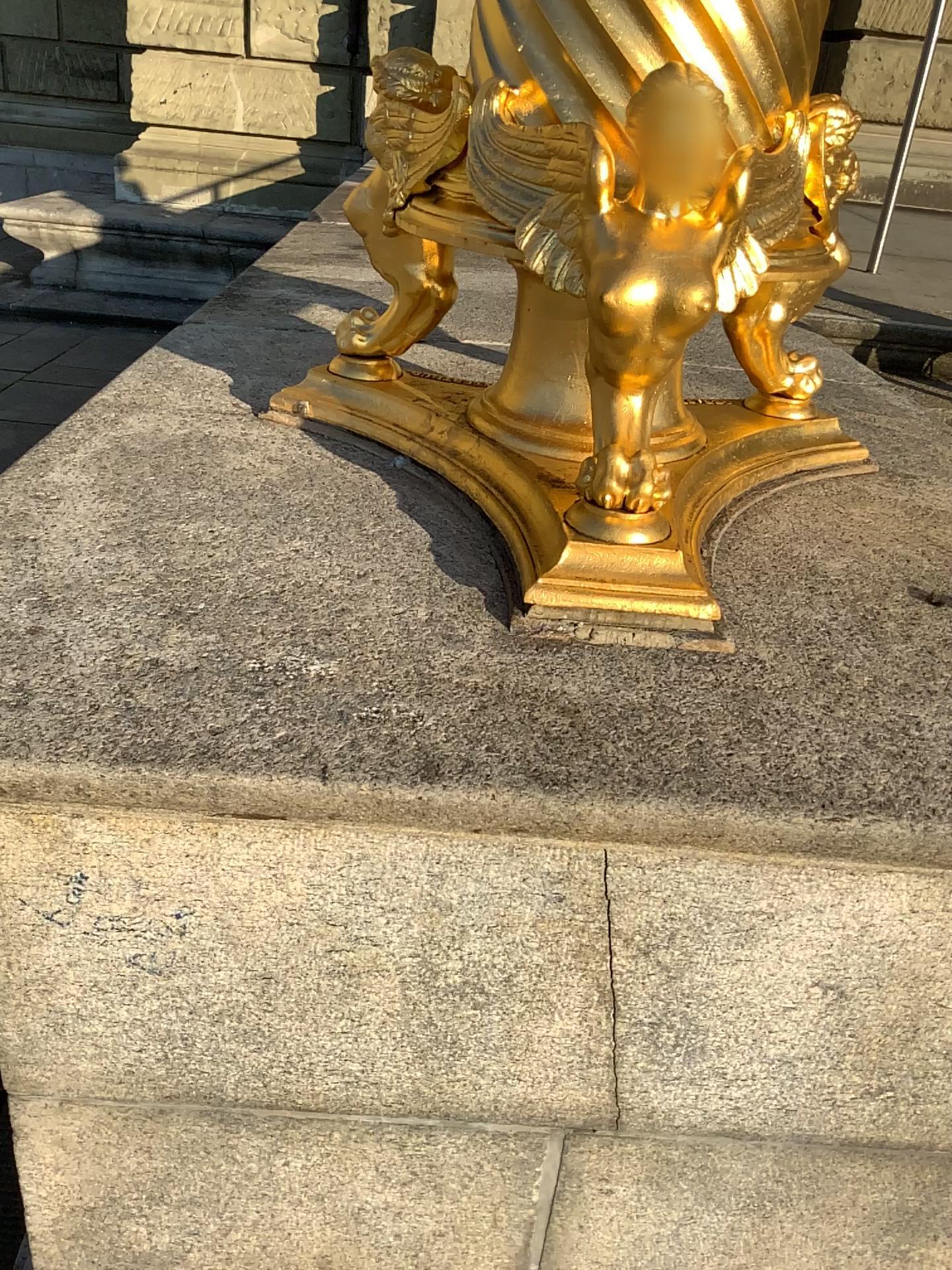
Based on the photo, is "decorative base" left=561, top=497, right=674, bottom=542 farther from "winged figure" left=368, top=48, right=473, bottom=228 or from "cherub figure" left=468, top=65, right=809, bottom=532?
"winged figure" left=368, top=48, right=473, bottom=228

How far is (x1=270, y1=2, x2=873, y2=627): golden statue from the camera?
0.99m

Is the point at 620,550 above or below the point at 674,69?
below

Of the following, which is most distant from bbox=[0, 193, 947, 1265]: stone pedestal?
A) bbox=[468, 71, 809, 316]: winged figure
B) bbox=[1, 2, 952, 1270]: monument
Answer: bbox=[468, 71, 809, 316]: winged figure

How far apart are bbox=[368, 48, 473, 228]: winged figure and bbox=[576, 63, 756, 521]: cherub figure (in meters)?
0.30

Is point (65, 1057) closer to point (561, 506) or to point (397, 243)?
point (561, 506)

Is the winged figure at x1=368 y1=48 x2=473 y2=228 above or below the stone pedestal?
above

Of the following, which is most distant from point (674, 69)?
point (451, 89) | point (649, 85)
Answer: point (451, 89)

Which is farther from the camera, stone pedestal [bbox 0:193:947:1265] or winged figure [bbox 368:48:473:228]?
winged figure [bbox 368:48:473:228]

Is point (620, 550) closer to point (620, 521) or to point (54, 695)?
point (620, 521)
